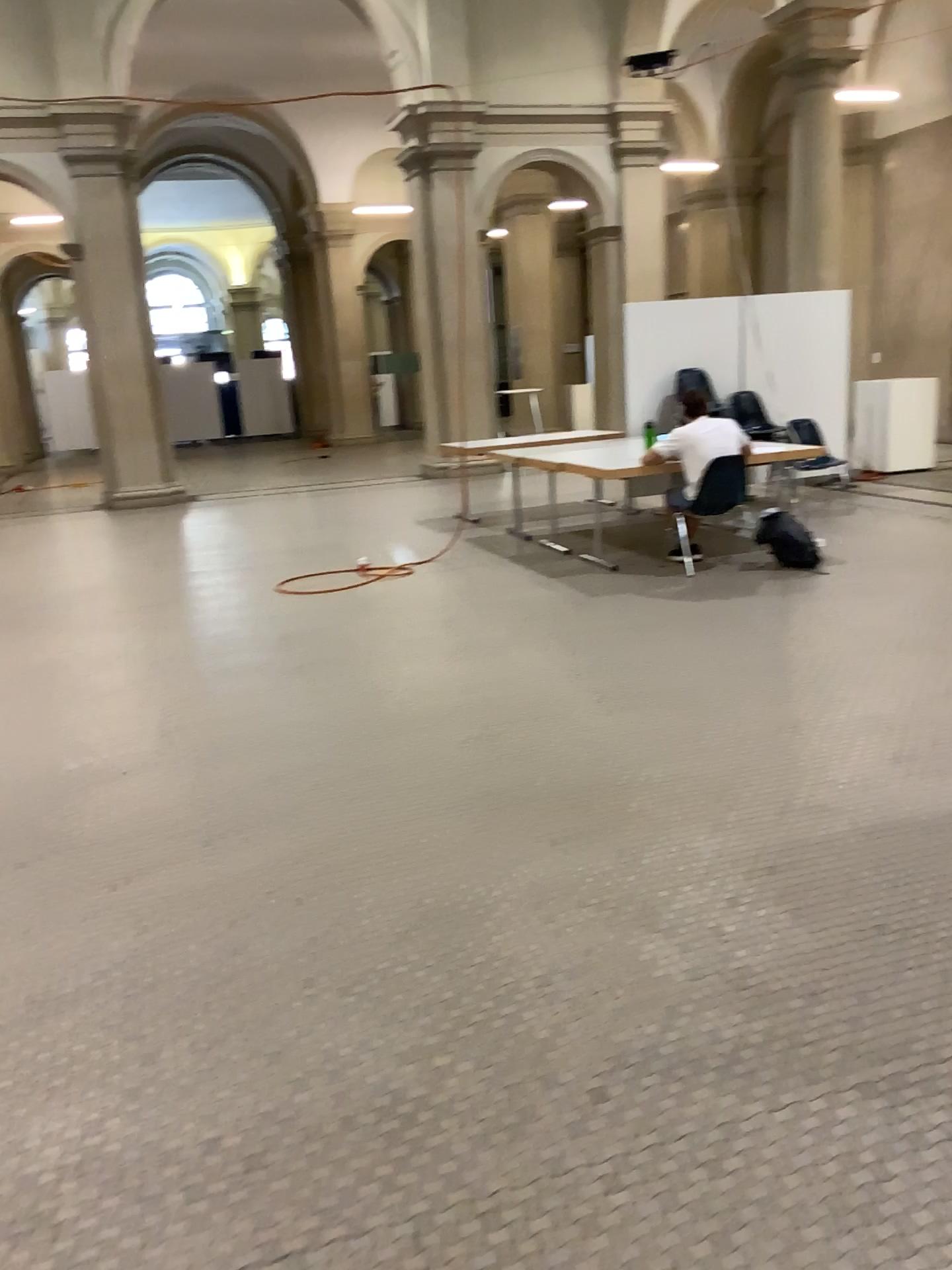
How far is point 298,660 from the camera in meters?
5.6 m
